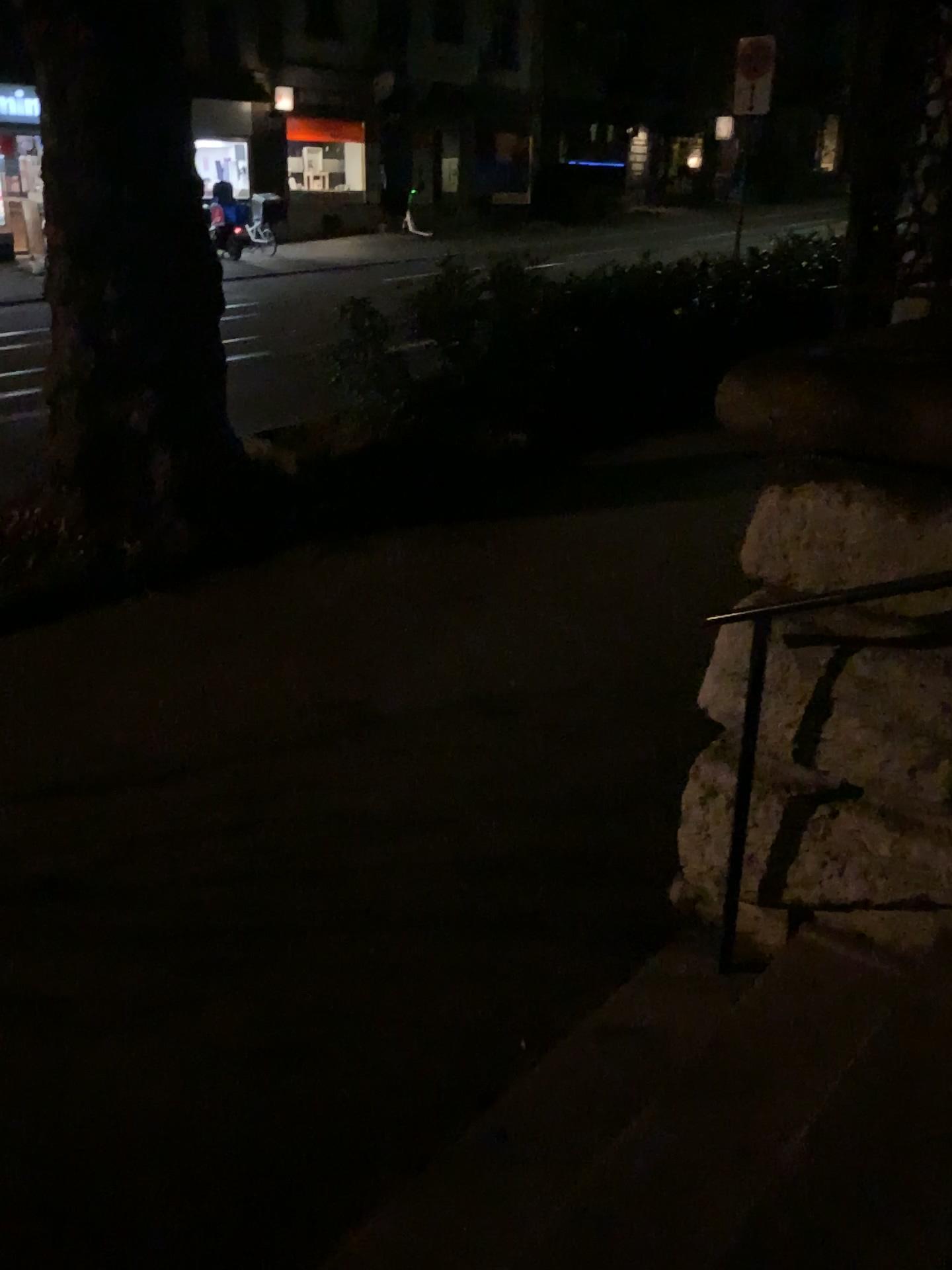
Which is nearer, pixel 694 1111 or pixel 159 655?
pixel 694 1111
